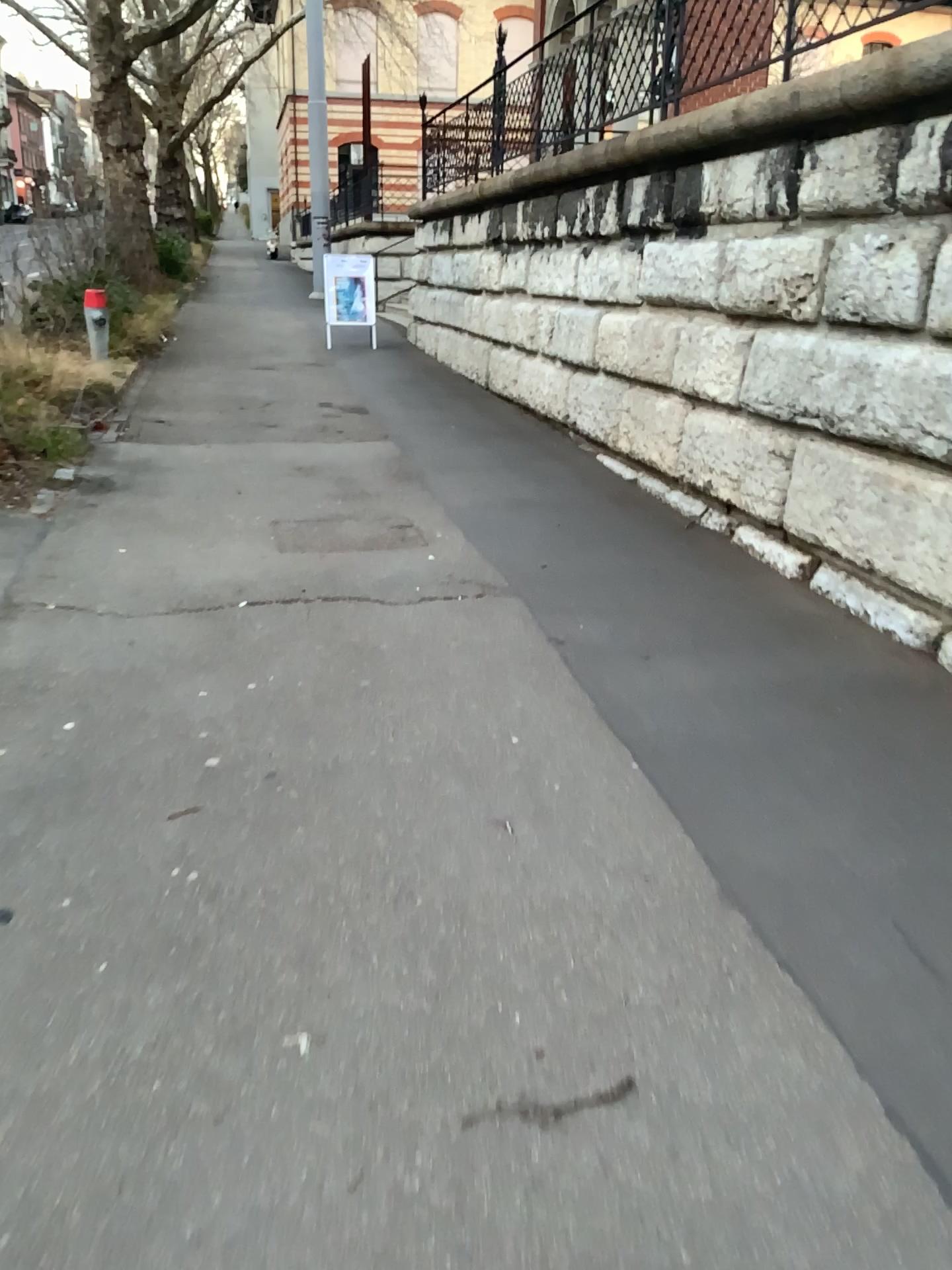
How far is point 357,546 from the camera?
4.8m

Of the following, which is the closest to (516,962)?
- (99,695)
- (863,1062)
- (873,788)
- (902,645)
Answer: (863,1062)

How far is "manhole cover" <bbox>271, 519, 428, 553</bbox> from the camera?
4.84m
